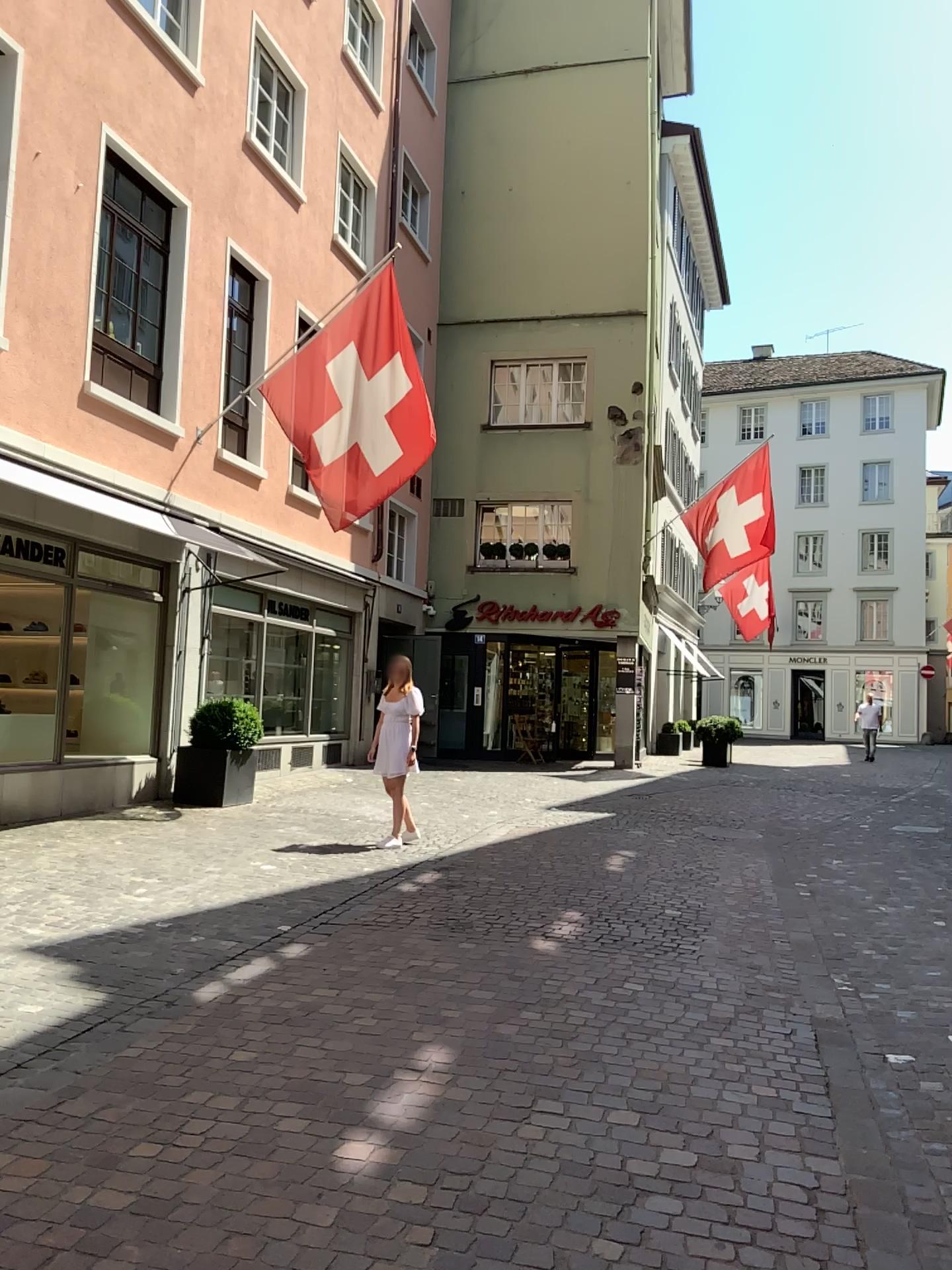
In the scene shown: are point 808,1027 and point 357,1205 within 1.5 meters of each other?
no
